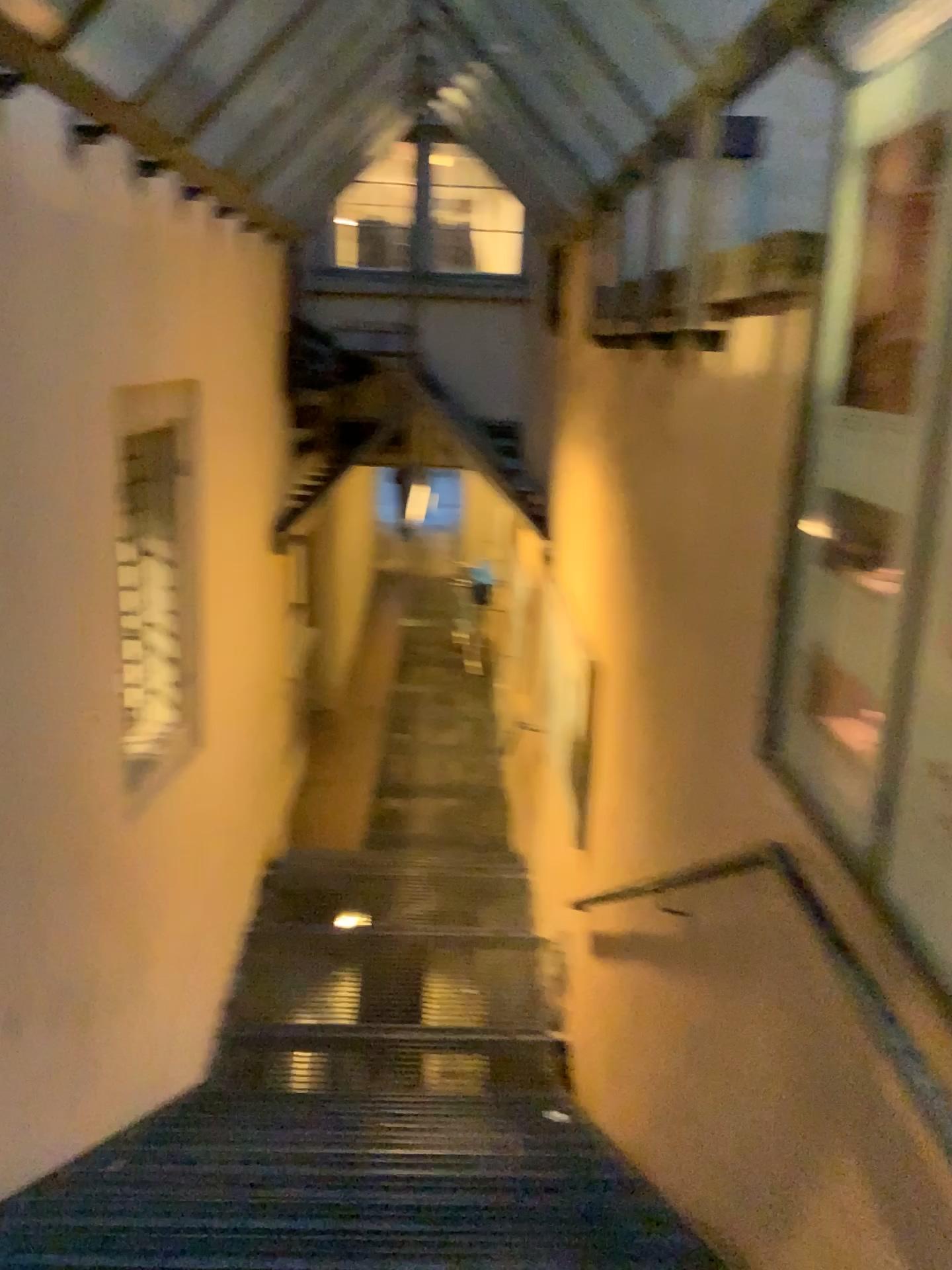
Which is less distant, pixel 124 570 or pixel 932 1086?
pixel 932 1086

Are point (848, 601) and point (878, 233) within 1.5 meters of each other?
yes

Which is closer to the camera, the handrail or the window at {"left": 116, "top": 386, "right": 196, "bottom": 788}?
the handrail
